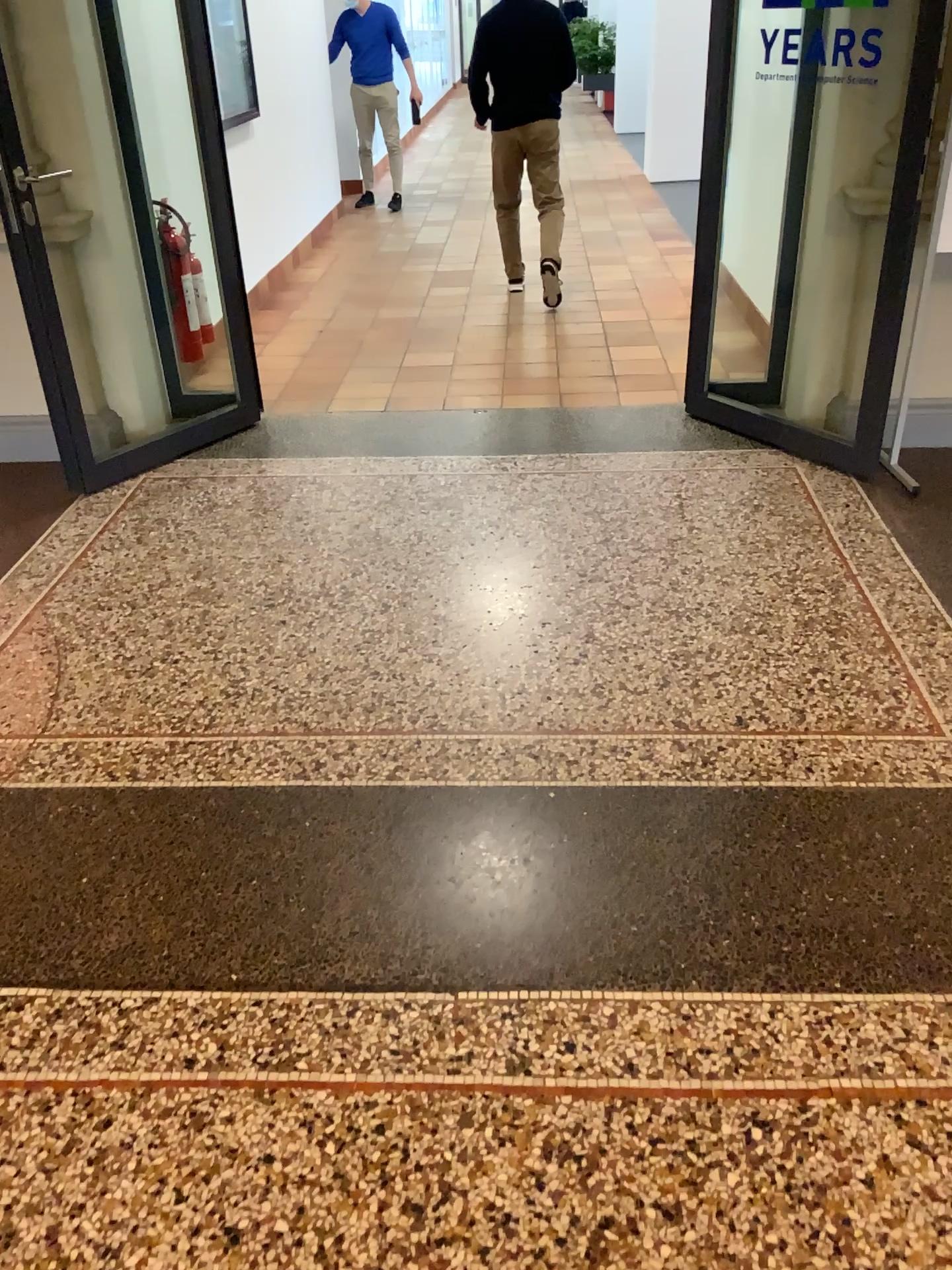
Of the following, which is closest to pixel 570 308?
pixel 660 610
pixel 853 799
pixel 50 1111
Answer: pixel 660 610
